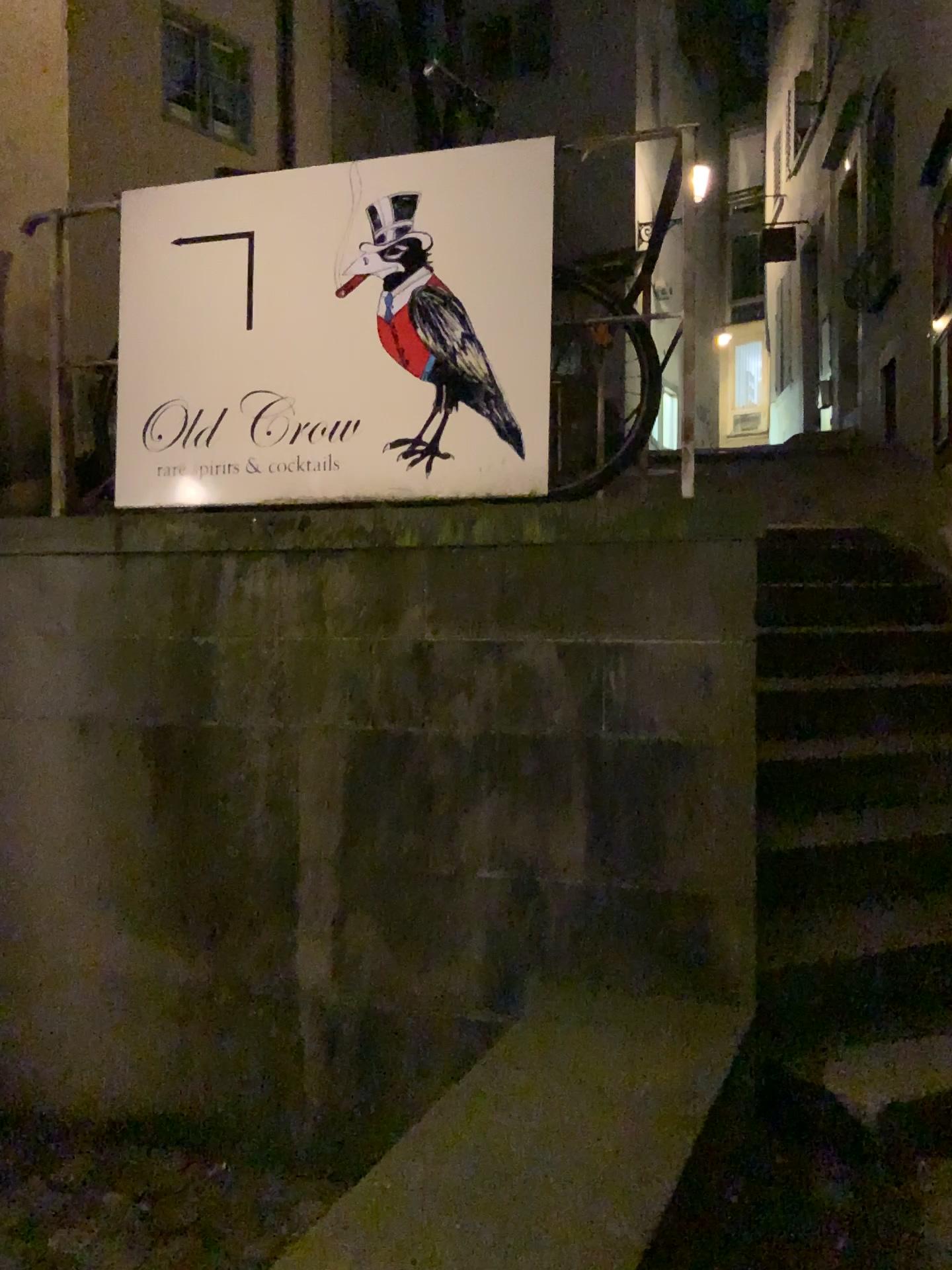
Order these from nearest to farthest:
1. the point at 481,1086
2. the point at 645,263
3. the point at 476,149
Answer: the point at 481,1086 → the point at 476,149 → the point at 645,263

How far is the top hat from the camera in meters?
2.8 m

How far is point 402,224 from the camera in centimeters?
276cm

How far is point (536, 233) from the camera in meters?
2.7

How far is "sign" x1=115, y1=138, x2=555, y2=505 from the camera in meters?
2.7 m

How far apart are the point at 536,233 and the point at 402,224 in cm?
36
